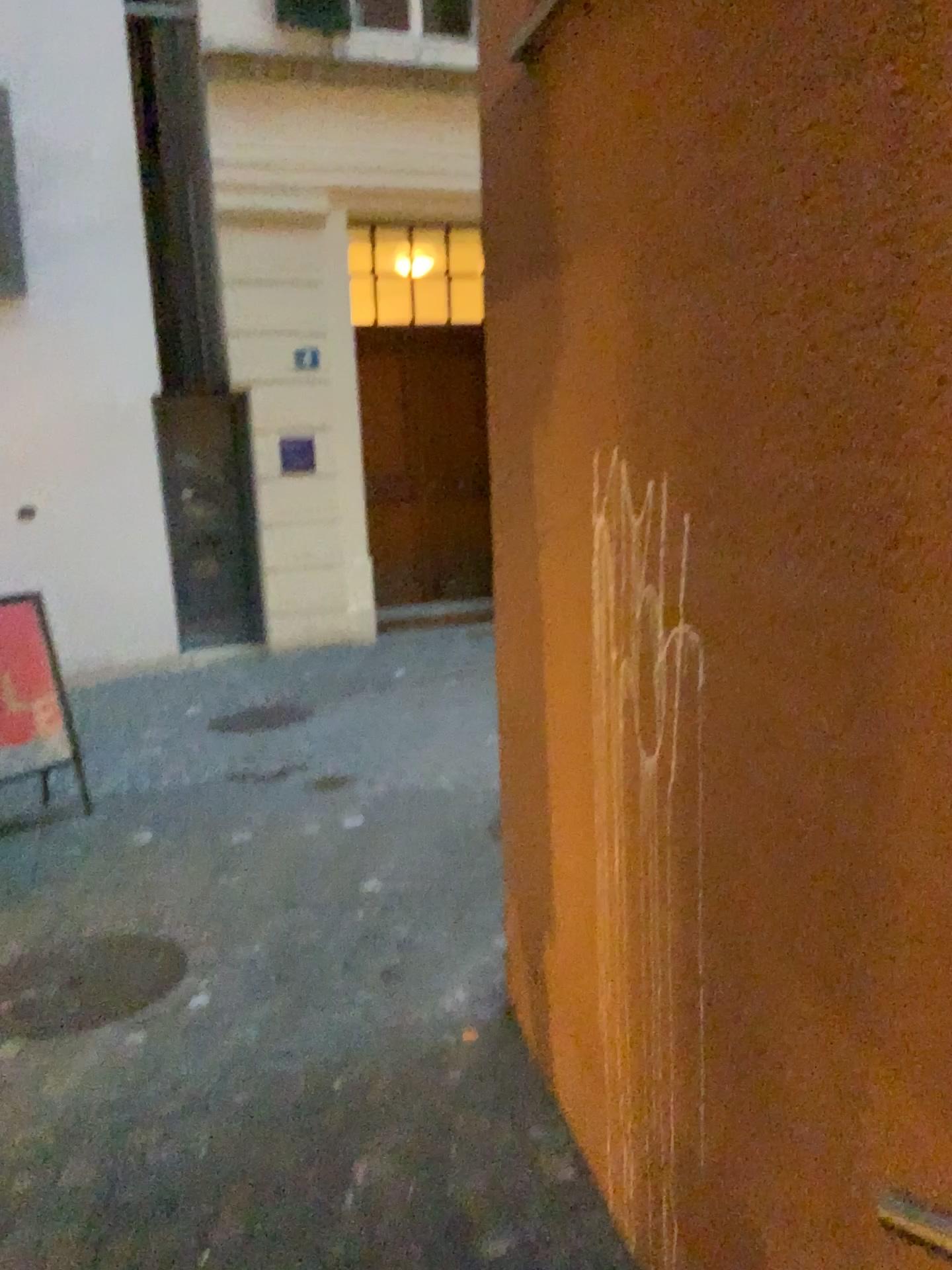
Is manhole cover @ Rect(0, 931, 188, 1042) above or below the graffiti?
below

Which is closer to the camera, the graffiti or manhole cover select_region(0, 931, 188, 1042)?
the graffiti

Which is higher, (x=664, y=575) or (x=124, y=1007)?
(x=664, y=575)

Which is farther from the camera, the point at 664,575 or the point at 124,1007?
the point at 124,1007

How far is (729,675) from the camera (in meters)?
1.53
